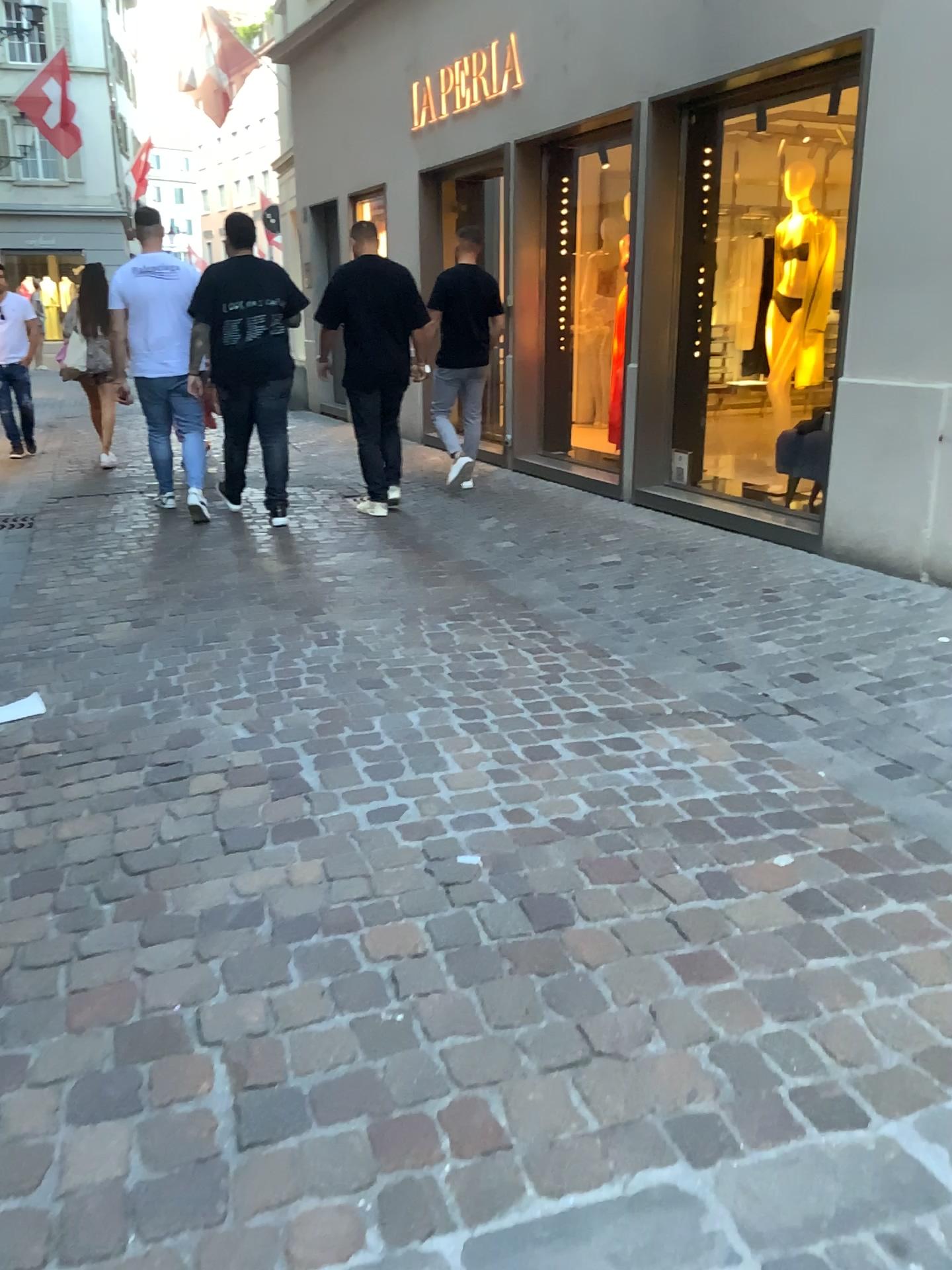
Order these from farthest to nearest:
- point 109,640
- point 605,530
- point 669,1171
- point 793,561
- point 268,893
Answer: point 605,530 < point 793,561 < point 109,640 < point 268,893 < point 669,1171
